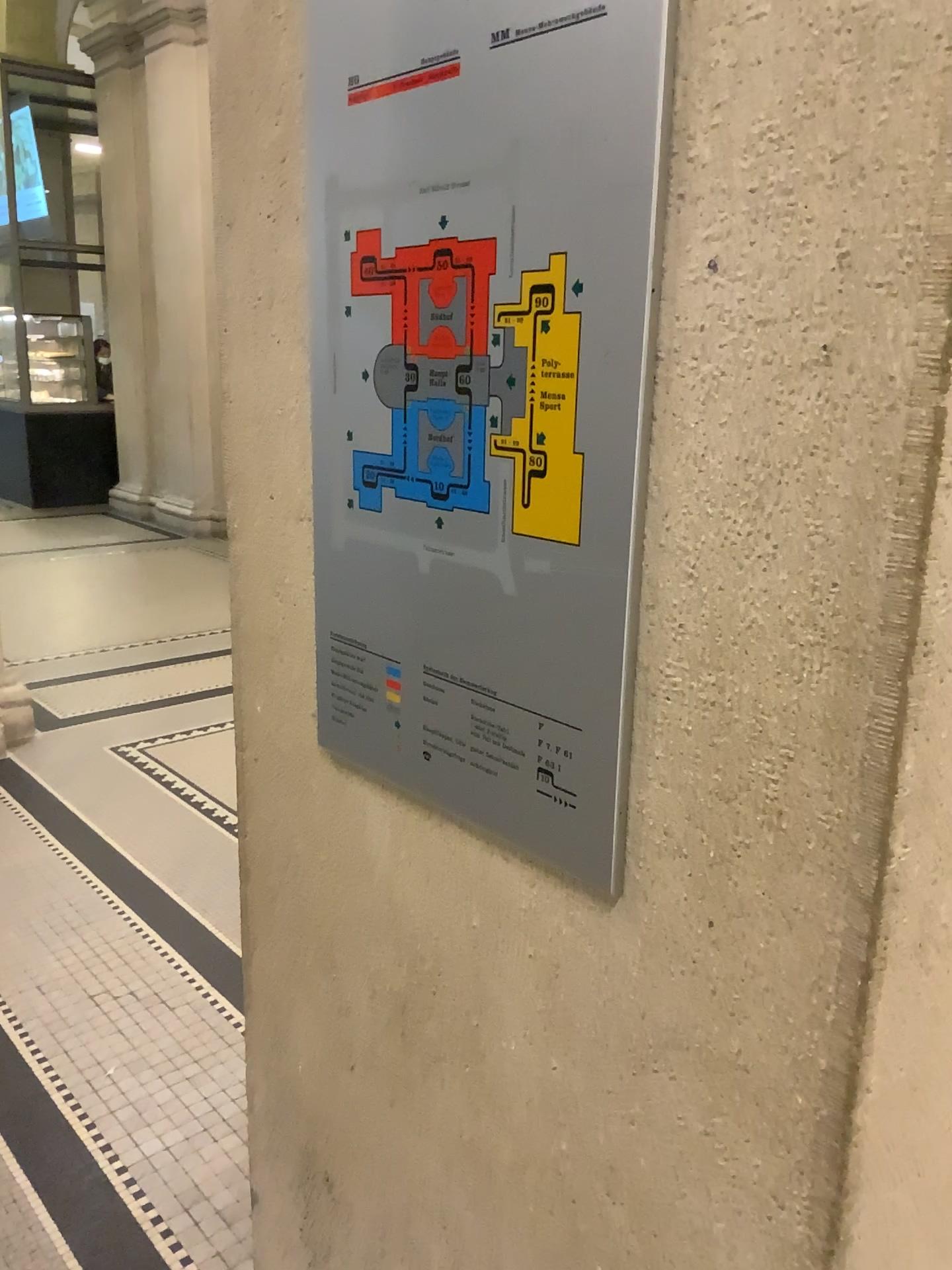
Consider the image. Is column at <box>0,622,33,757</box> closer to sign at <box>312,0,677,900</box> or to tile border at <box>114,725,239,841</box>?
tile border at <box>114,725,239,841</box>

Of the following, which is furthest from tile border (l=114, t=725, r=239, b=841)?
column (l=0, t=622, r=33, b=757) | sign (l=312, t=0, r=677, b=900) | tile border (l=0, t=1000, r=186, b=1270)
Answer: sign (l=312, t=0, r=677, b=900)

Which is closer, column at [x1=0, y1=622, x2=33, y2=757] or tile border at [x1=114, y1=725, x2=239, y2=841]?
tile border at [x1=114, y1=725, x2=239, y2=841]

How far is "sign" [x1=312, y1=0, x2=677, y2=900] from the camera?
0.74m

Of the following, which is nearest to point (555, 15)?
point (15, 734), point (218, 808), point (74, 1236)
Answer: point (74, 1236)

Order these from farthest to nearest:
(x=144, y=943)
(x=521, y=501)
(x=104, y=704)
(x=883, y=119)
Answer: (x=104, y=704) < (x=144, y=943) < (x=521, y=501) < (x=883, y=119)

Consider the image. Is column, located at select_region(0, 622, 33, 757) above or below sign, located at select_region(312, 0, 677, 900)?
below

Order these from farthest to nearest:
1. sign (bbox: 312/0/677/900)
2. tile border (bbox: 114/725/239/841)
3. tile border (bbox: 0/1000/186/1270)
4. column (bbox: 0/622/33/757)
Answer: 1. column (bbox: 0/622/33/757)
2. tile border (bbox: 114/725/239/841)
3. tile border (bbox: 0/1000/186/1270)
4. sign (bbox: 312/0/677/900)

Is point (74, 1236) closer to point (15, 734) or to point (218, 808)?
point (218, 808)

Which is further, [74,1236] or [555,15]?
[74,1236]
